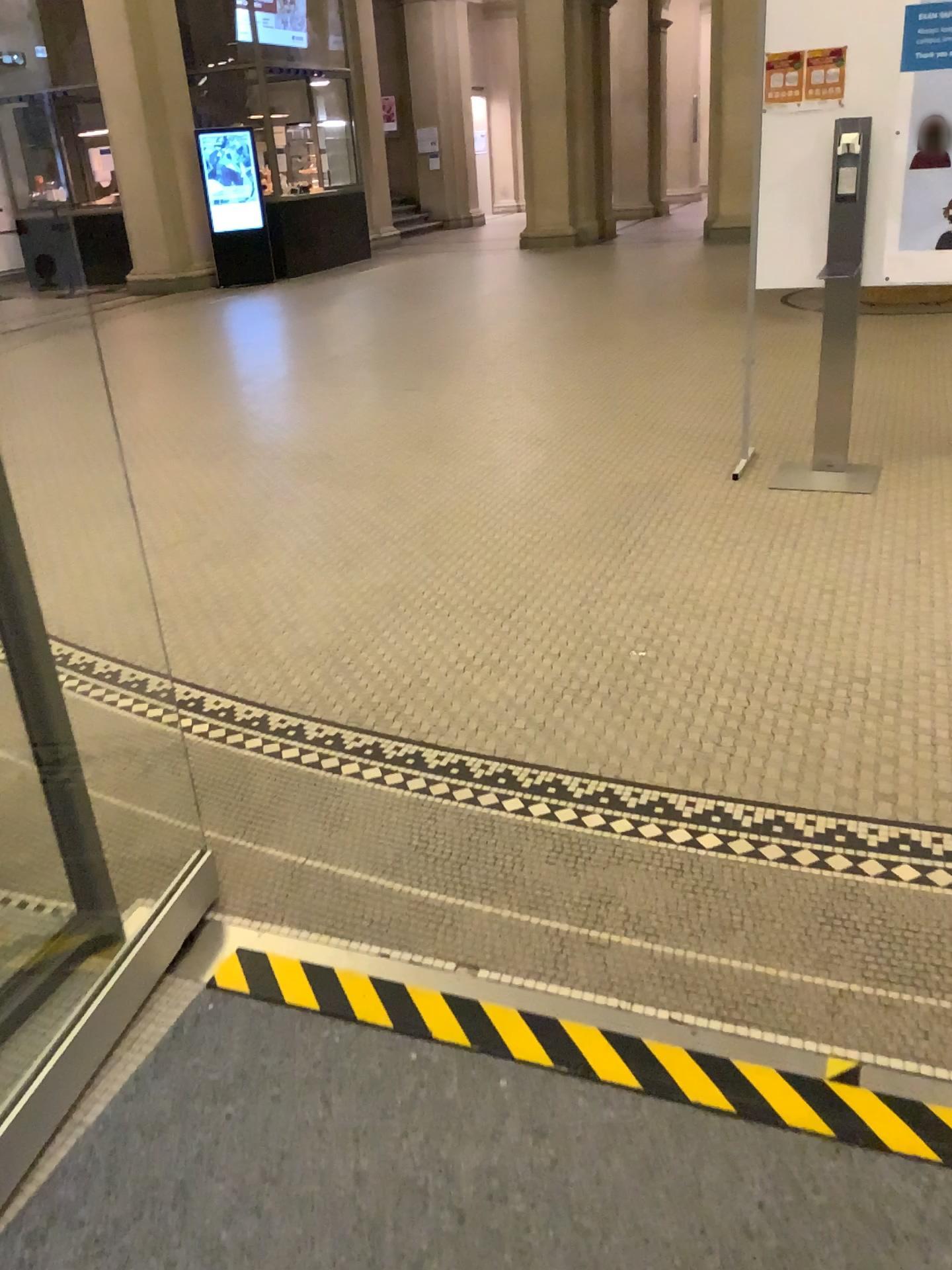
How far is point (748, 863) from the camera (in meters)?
2.10

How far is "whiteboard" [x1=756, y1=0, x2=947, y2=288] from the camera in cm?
386

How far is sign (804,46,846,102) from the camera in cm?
393

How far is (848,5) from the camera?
3.9 meters

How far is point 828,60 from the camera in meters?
3.9 m
